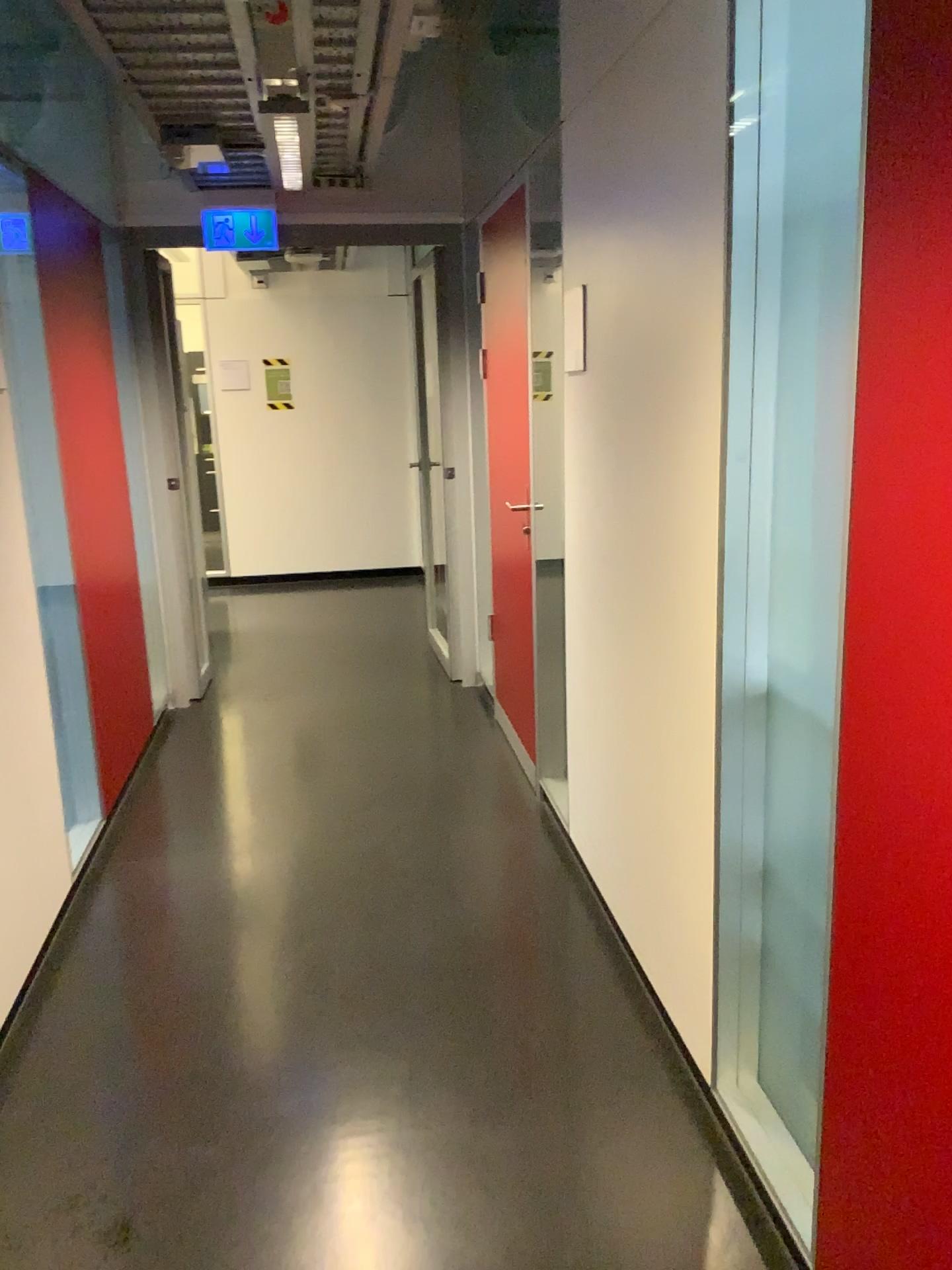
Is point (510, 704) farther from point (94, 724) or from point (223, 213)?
point (223, 213)

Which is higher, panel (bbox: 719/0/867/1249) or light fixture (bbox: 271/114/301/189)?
light fixture (bbox: 271/114/301/189)

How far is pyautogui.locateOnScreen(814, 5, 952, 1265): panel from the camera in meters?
1.2

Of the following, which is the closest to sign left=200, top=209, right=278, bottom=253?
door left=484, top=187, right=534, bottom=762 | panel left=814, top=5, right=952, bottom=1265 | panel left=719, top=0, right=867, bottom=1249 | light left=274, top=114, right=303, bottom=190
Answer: light left=274, top=114, right=303, bottom=190

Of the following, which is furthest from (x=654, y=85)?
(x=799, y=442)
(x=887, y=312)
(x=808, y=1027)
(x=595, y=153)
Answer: (x=808, y=1027)

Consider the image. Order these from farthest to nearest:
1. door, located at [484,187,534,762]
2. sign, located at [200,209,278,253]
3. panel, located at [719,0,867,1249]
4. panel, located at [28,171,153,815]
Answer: sign, located at [200,209,278,253] → door, located at [484,187,534,762] → panel, located at [28,171,153,815] → panel, located at [719,0,867,1249]

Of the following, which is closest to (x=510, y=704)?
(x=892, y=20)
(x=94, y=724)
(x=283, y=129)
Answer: (x=94, y=724)

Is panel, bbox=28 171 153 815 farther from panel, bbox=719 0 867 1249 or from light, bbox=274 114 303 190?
panel, bbox=719 0 867 1249

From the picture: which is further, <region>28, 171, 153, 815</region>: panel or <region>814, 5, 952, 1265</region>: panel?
<region>28, 171, 153, 815</region>: panel

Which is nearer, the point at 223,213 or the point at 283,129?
the point at 283,129
